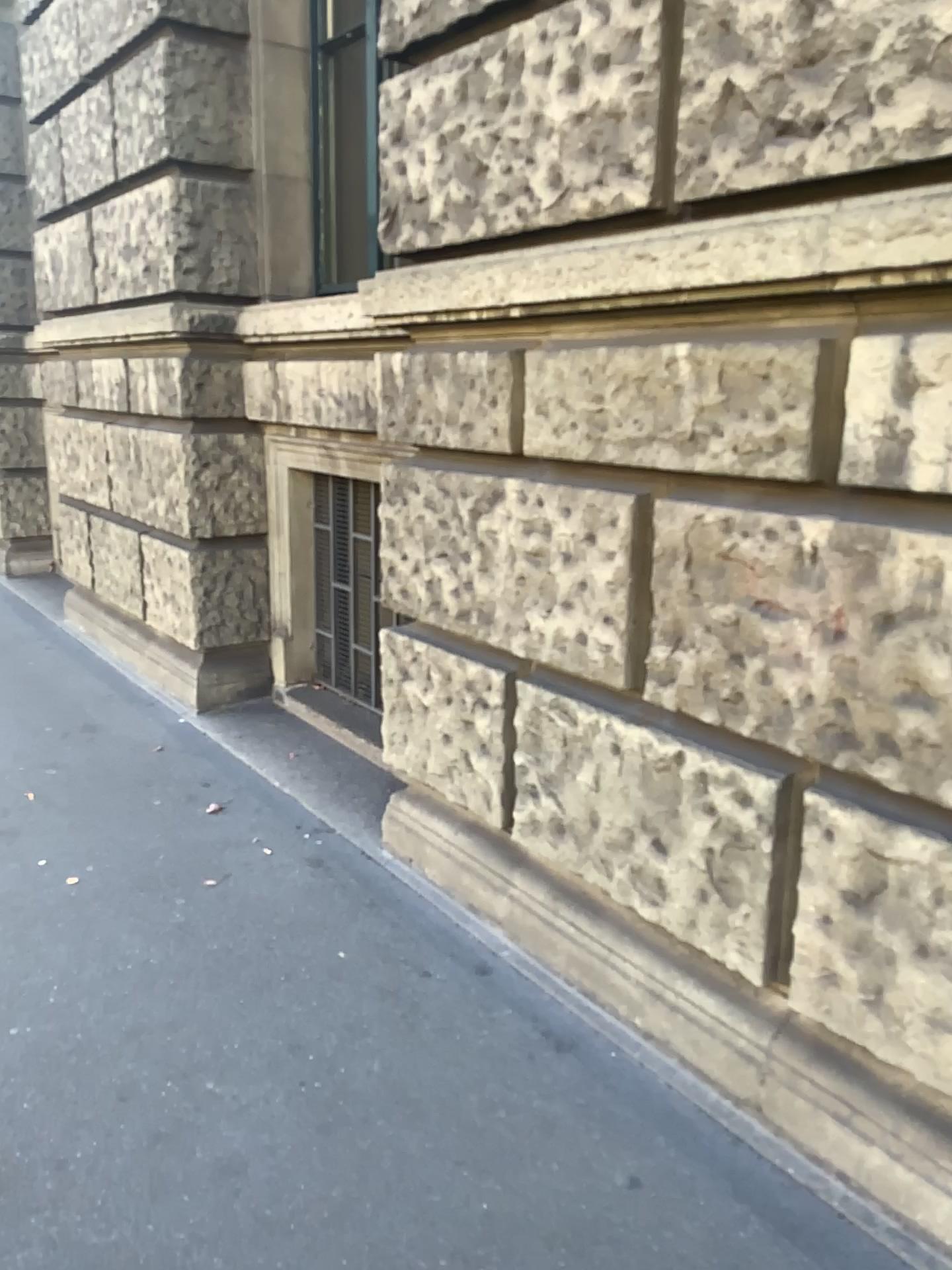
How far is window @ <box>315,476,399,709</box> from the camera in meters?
4.3 m

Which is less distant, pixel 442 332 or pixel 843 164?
pixel 843 164

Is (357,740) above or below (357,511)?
below

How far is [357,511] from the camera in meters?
4.3
